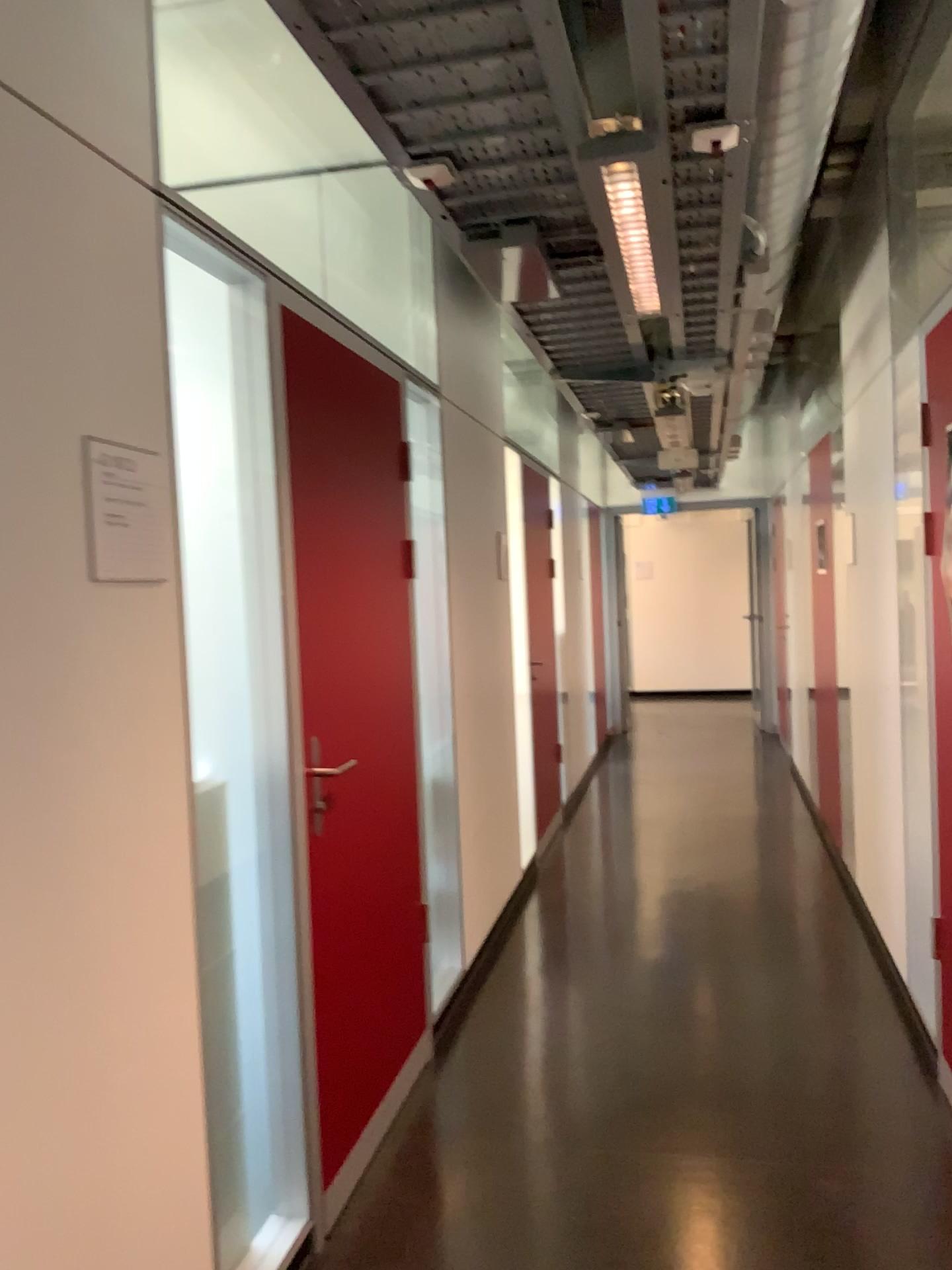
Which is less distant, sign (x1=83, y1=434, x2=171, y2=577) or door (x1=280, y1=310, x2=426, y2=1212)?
sign (x1=83, y1=434, x2=171, y2=577)

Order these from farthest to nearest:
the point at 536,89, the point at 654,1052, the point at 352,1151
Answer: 1. the point at 654,1052
2. the point at 352,1151
3. the point at 536,89

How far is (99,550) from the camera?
1.6m

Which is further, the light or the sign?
the light

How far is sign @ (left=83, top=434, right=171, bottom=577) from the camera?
1.6m

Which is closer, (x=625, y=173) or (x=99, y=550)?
(x=99, y=550)

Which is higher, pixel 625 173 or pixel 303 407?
pixel 625 173

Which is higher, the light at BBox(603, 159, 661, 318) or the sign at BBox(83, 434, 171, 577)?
the light at BBox(603, 159, 661, 318)
